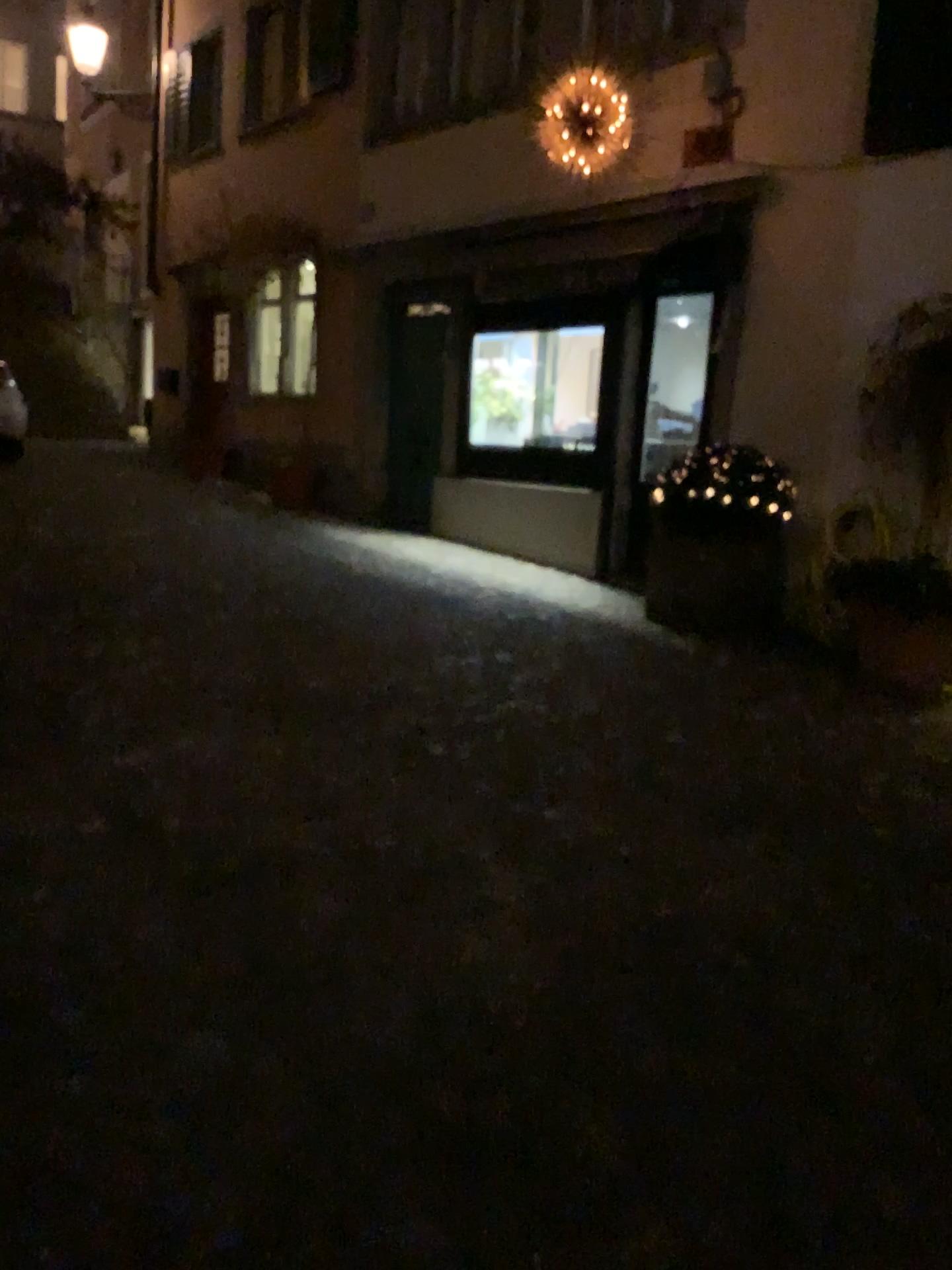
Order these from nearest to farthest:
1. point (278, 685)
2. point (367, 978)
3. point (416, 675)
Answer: point (367, 978), point (278, 685), point (416, 675)
